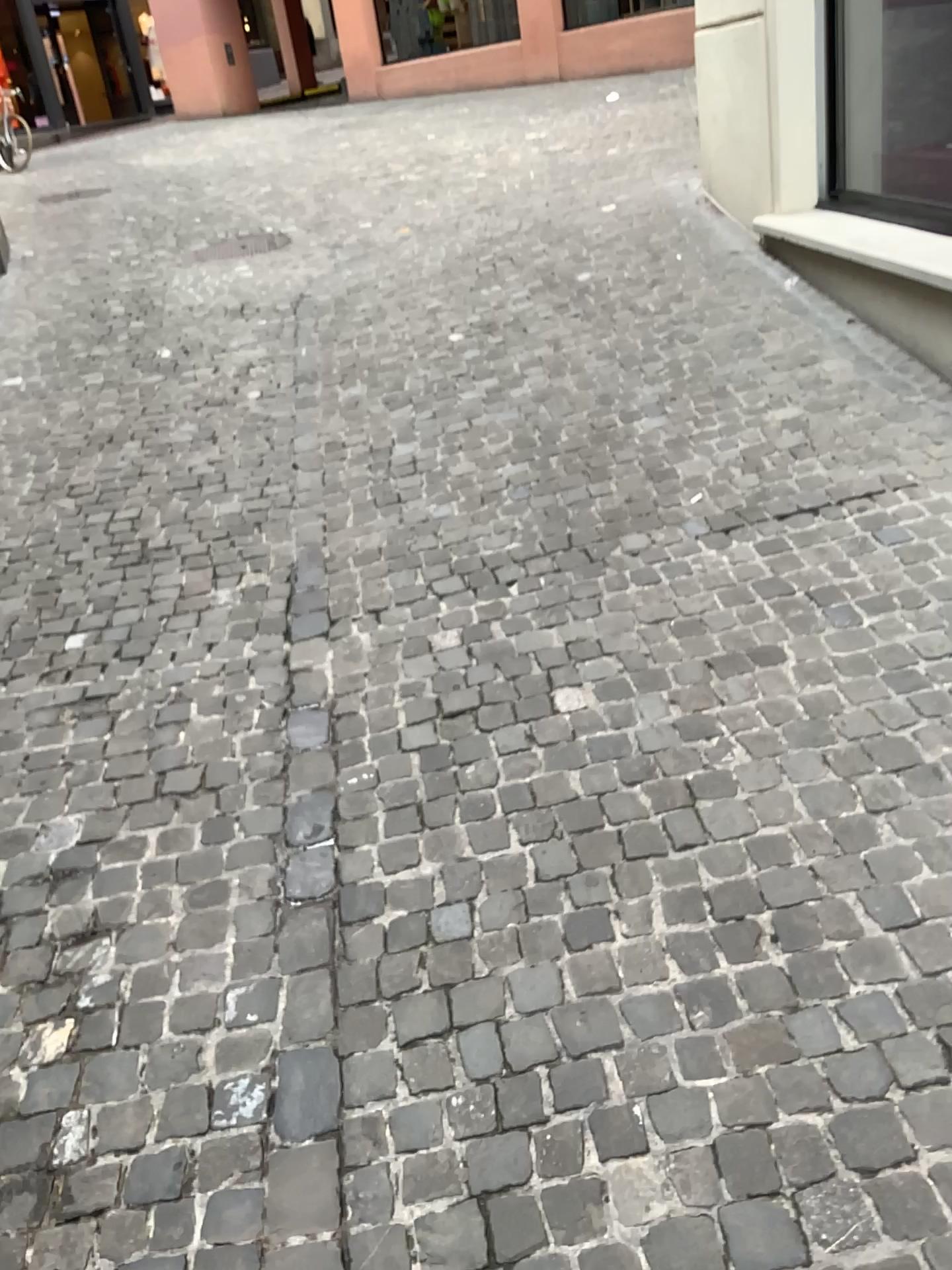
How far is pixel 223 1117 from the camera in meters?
1.8
